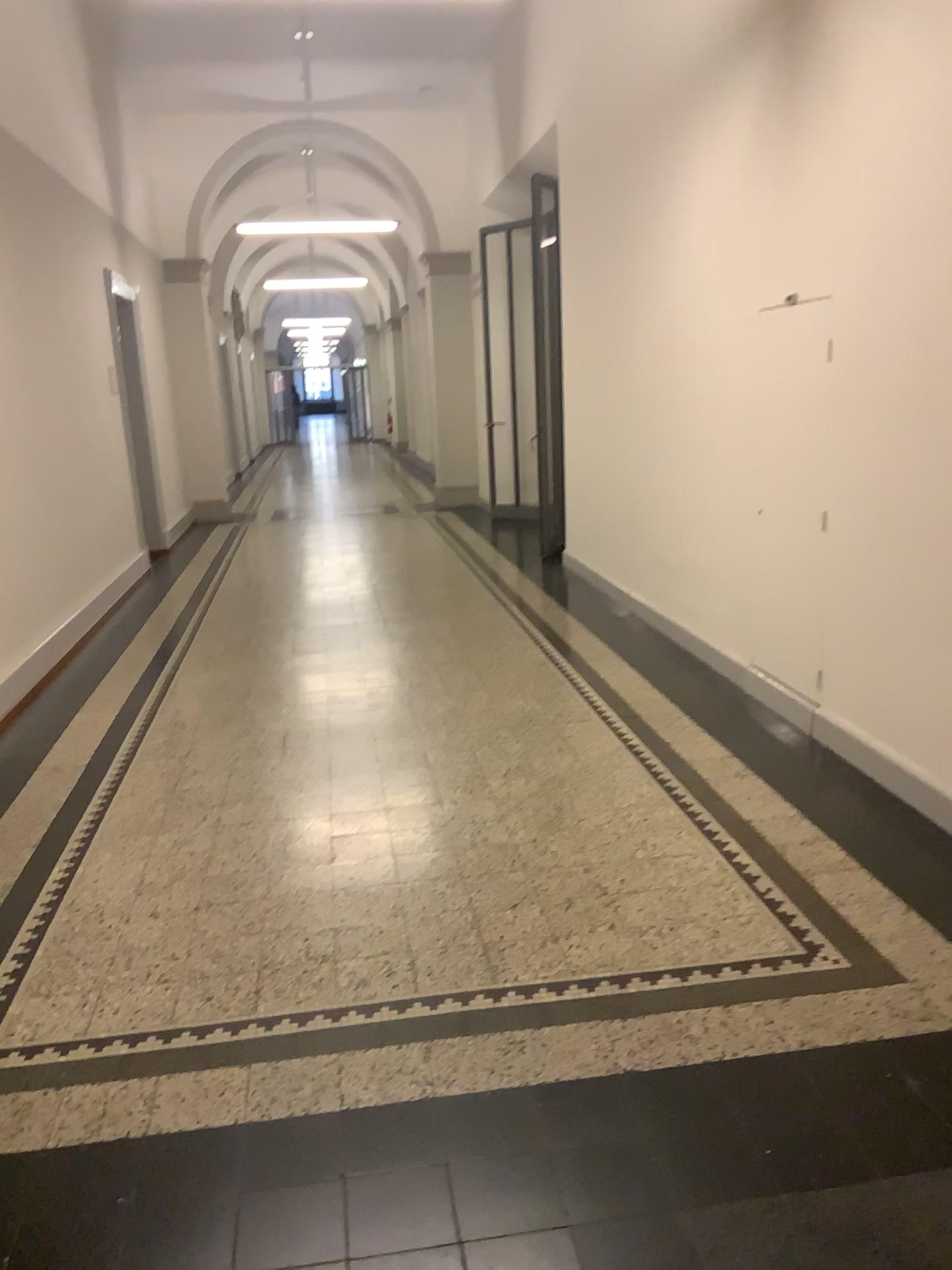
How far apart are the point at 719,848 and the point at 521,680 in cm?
197
